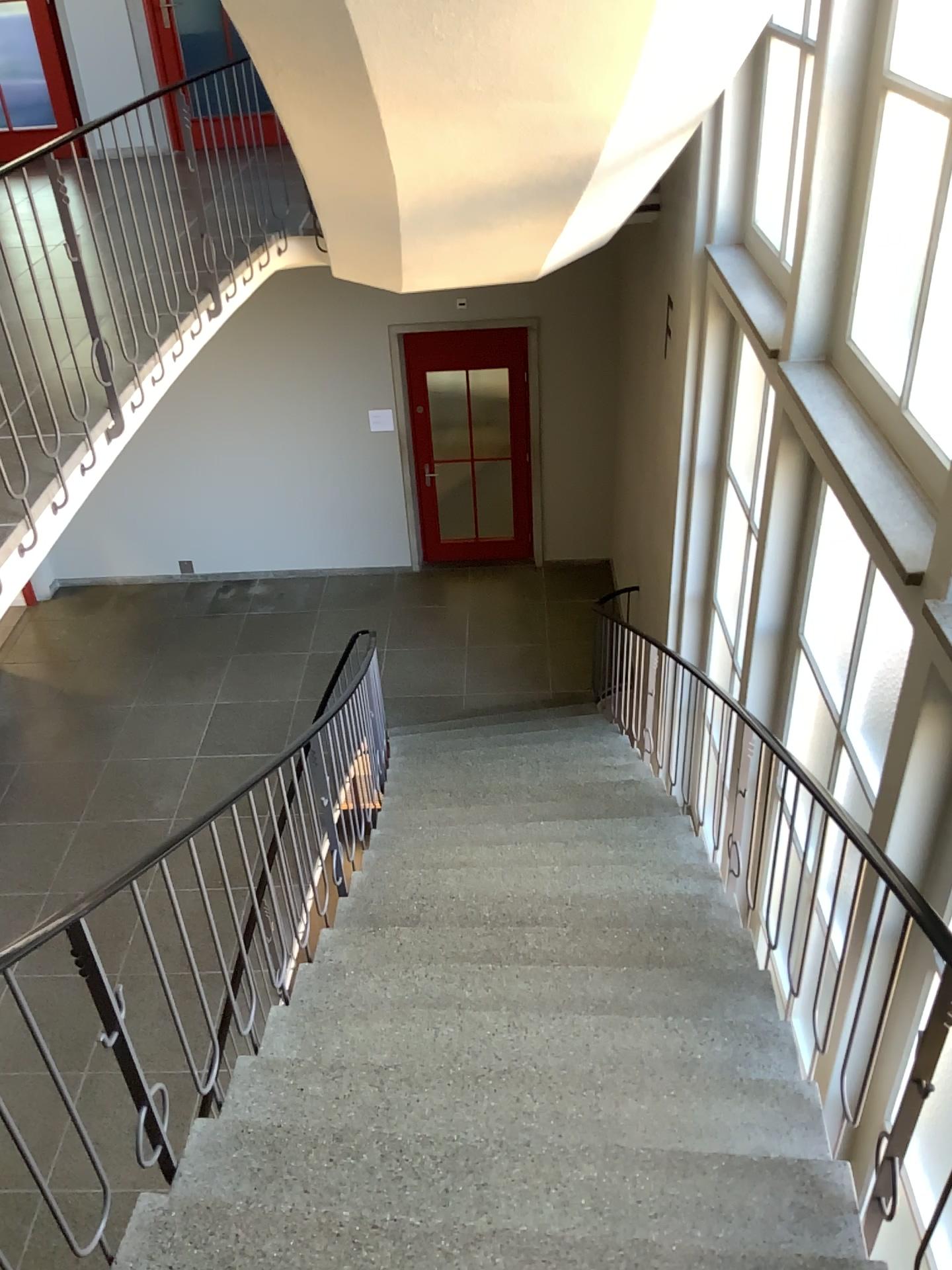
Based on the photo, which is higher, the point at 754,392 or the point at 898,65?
the point at 898,65

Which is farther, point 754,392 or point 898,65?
point 754,392

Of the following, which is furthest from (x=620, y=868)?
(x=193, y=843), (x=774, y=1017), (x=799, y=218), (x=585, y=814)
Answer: (x=799, y=218)

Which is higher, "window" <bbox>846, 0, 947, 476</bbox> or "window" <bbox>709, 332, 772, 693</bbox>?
"window" <bbox>846, 0, 947, 476</bbox>

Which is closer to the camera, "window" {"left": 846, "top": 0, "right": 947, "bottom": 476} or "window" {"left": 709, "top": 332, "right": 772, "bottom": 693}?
"window" {"left": 846, "top": 0, "right": 947, "bottom": 476}
